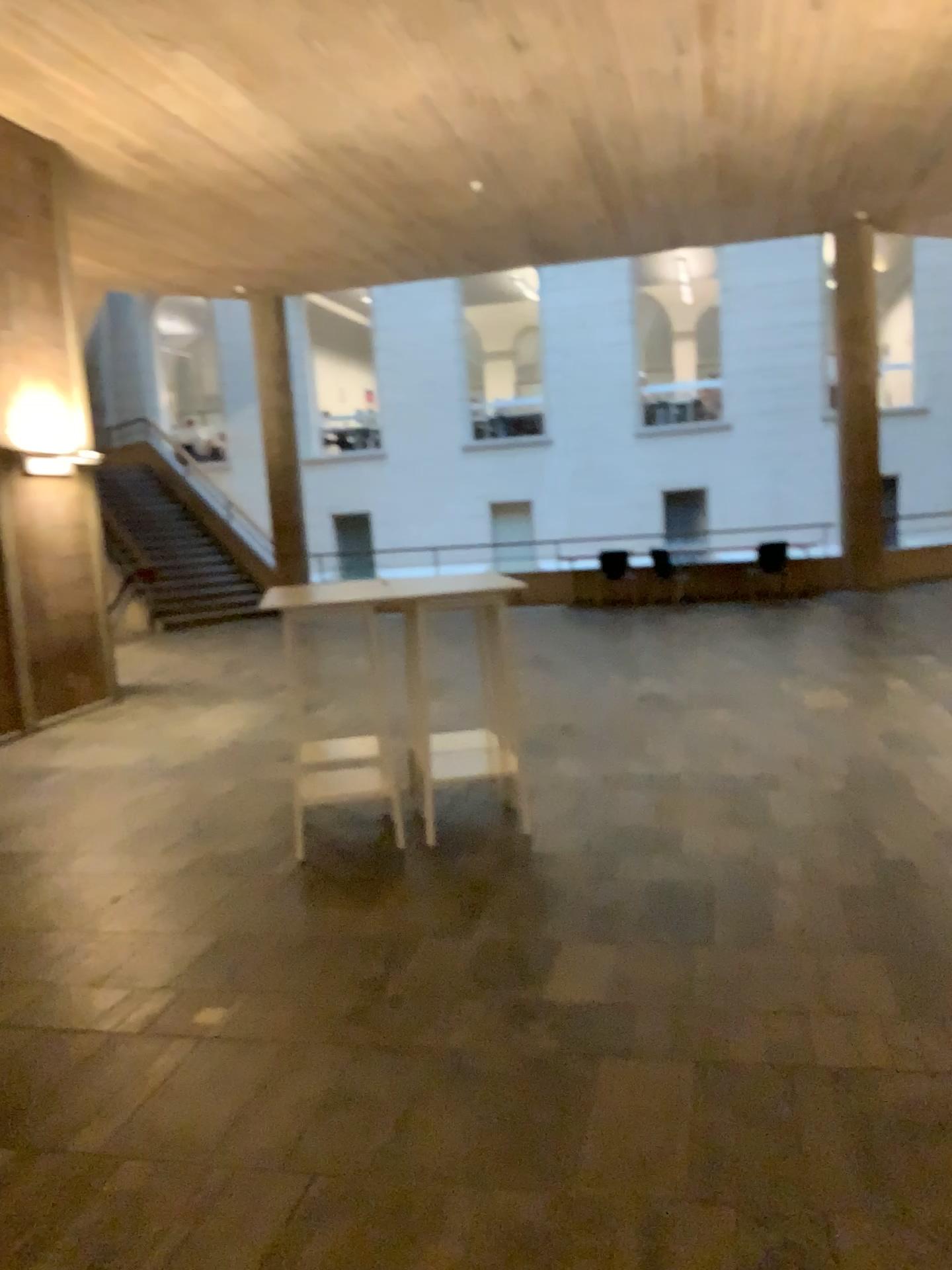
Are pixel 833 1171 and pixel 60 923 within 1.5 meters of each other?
no
